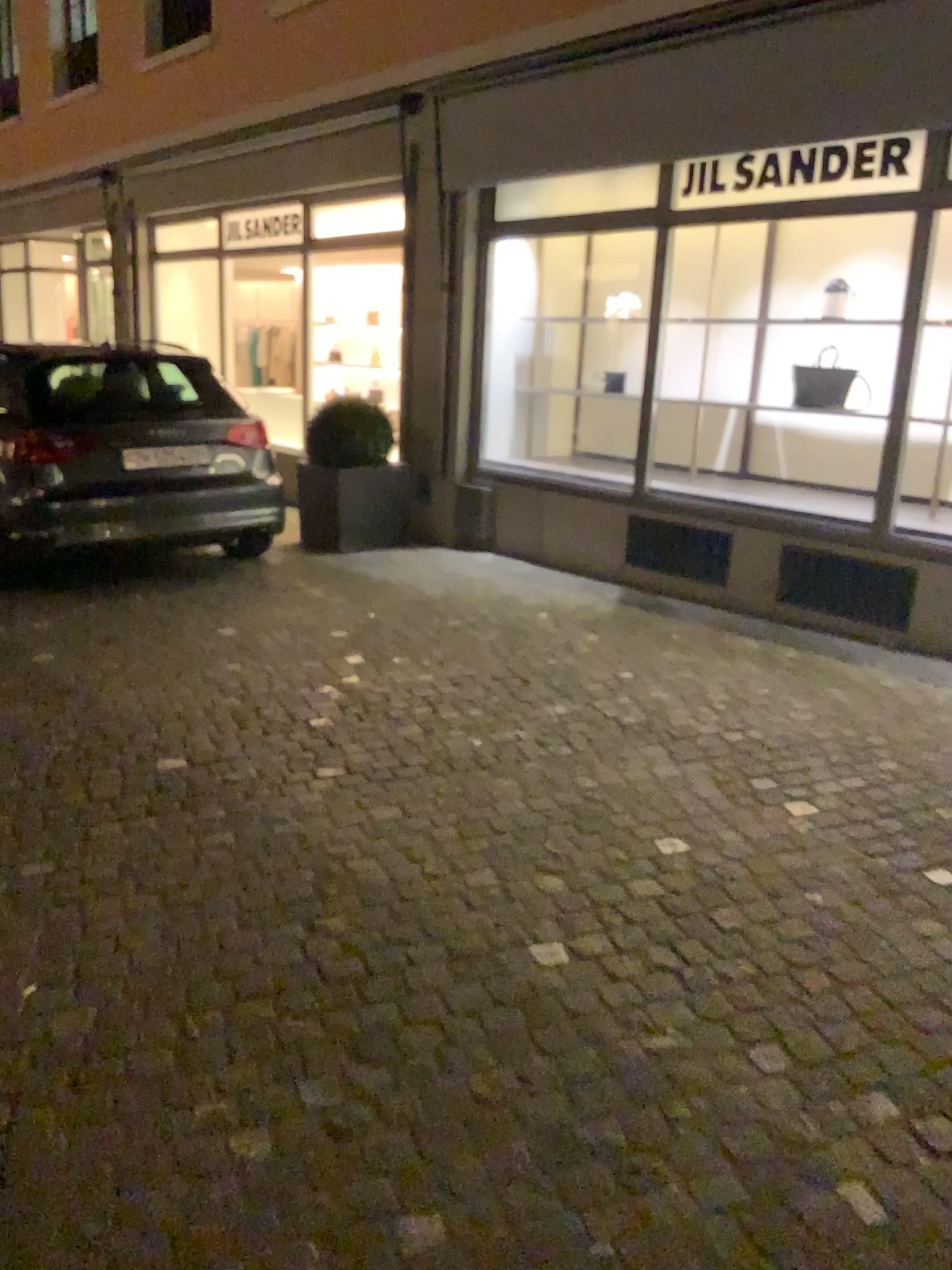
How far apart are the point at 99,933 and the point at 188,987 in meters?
0.4 m
